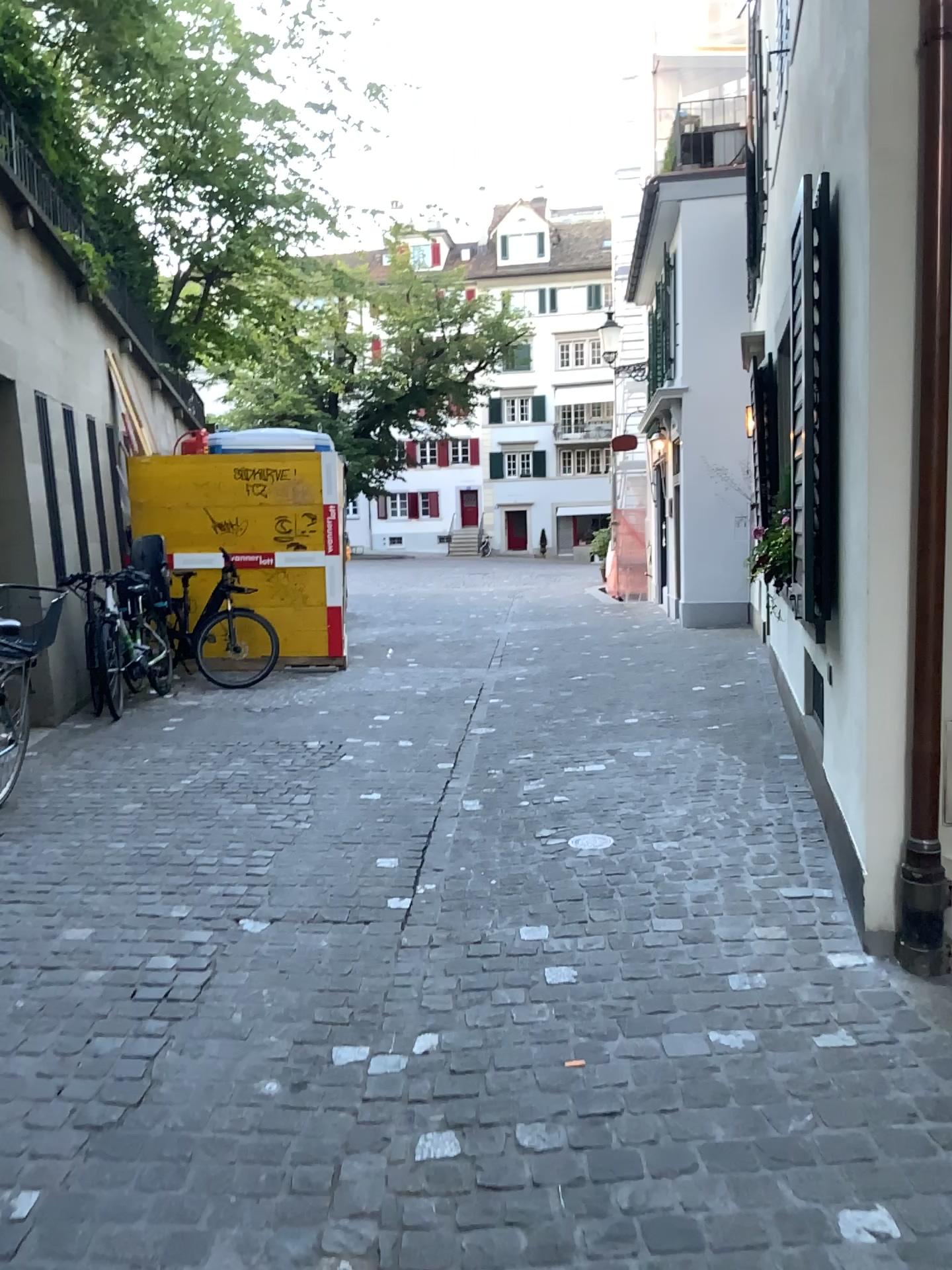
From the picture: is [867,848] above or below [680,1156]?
above
